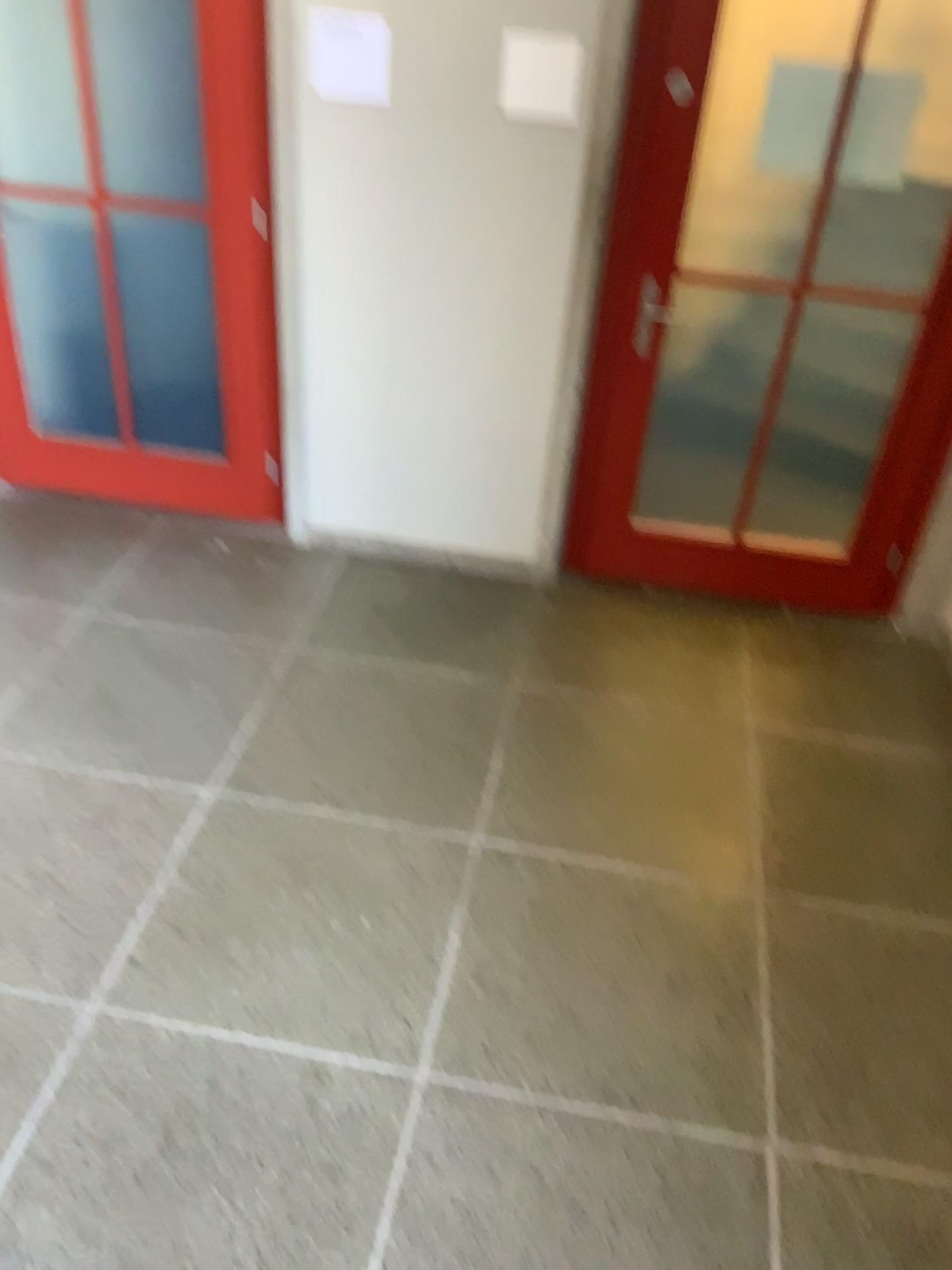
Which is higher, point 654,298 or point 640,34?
point 640,34

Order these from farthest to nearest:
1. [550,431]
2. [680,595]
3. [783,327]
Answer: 1. [680,595]
2. [550,431]
3. [783,327]
